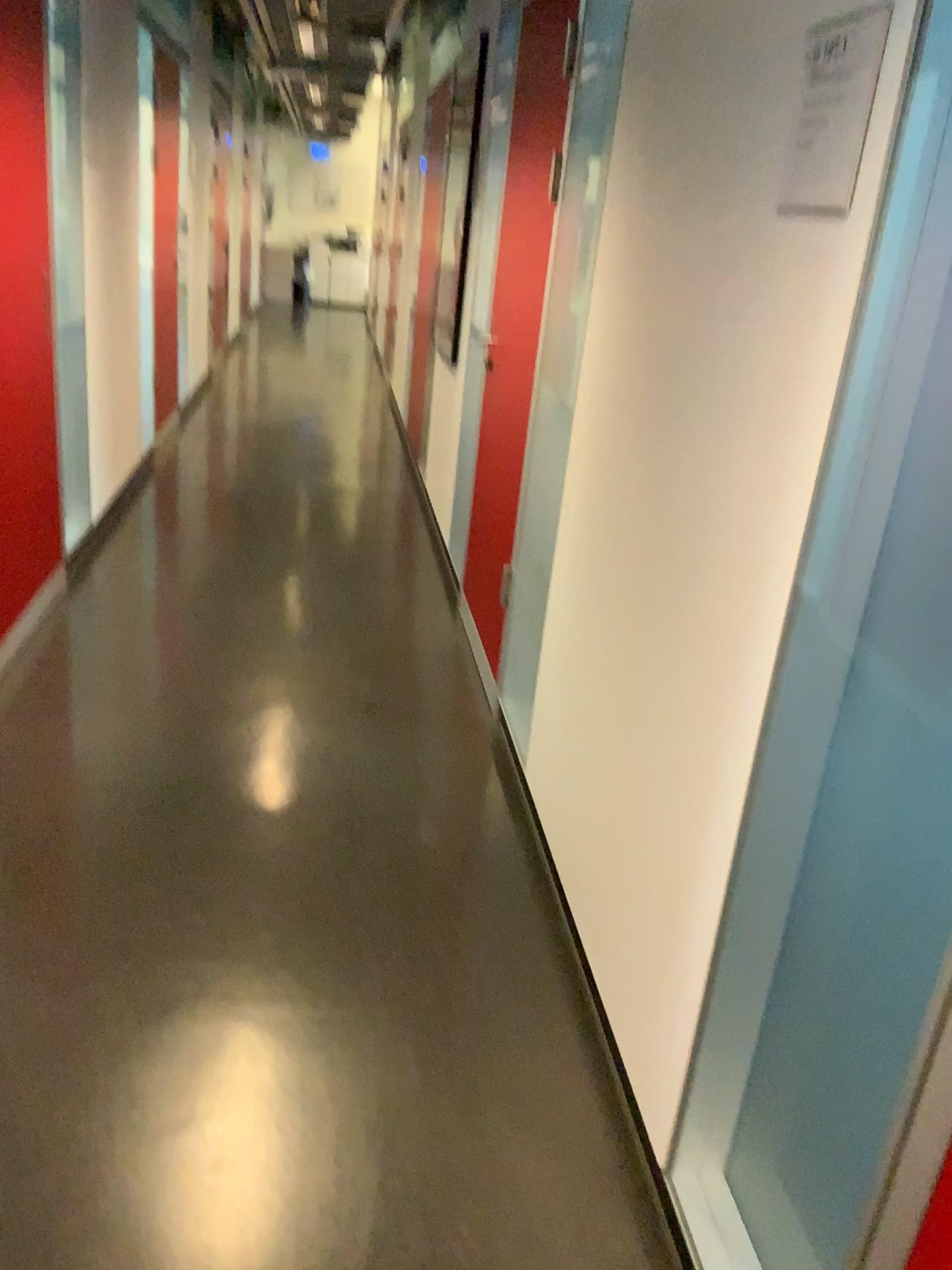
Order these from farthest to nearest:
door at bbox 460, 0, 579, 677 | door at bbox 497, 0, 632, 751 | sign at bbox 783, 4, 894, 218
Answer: door at bbox 460, 0, 579, 677, door at bbox 497, 0, 632, 751, sign at bbox 783, 4, 894, 218

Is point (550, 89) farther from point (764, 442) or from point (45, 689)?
point (45, 689)

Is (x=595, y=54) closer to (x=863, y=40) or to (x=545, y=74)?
(x=545, y=74)

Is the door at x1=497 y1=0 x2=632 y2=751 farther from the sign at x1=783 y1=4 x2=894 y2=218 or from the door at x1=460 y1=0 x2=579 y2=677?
the sign at x1=783 y1=4 x2=894 y2=218

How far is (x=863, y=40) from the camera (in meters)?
1.19

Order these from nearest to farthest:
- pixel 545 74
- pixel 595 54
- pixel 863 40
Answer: pixel 863 40 < pixel 595 54 < pixel 545 74

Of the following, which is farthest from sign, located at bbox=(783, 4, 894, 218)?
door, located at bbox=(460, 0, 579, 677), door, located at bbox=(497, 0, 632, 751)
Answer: door, located at bbox=(460, 0, 579, 677)

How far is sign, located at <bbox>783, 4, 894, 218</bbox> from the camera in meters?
1.2

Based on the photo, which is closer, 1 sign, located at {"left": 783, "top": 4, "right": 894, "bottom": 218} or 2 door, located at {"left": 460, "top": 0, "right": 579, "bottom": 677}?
1 sign, located at {"left": 783, "top": 4, "right": 894, "bottom": 218}
